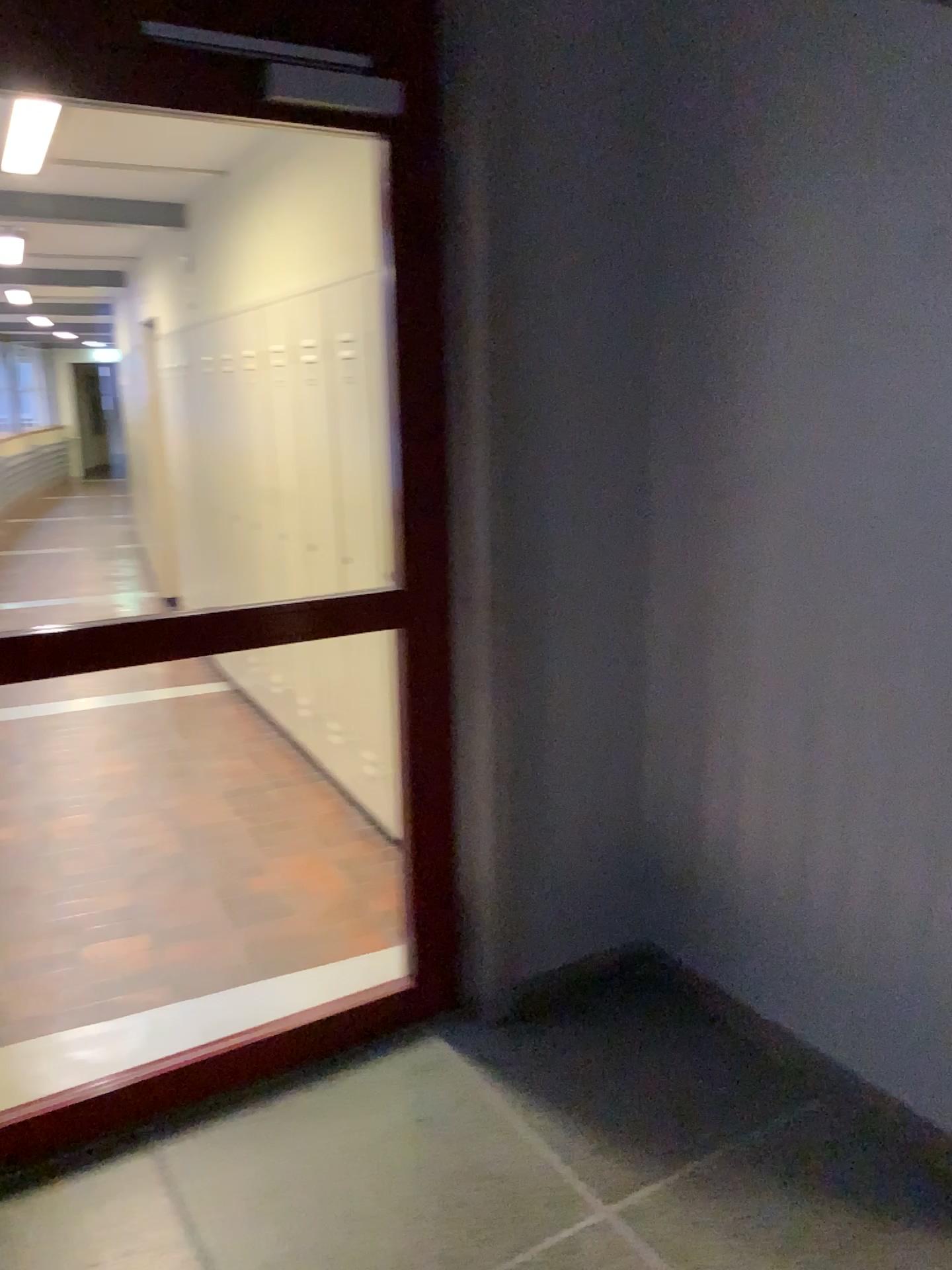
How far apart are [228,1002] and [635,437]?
1.77m
